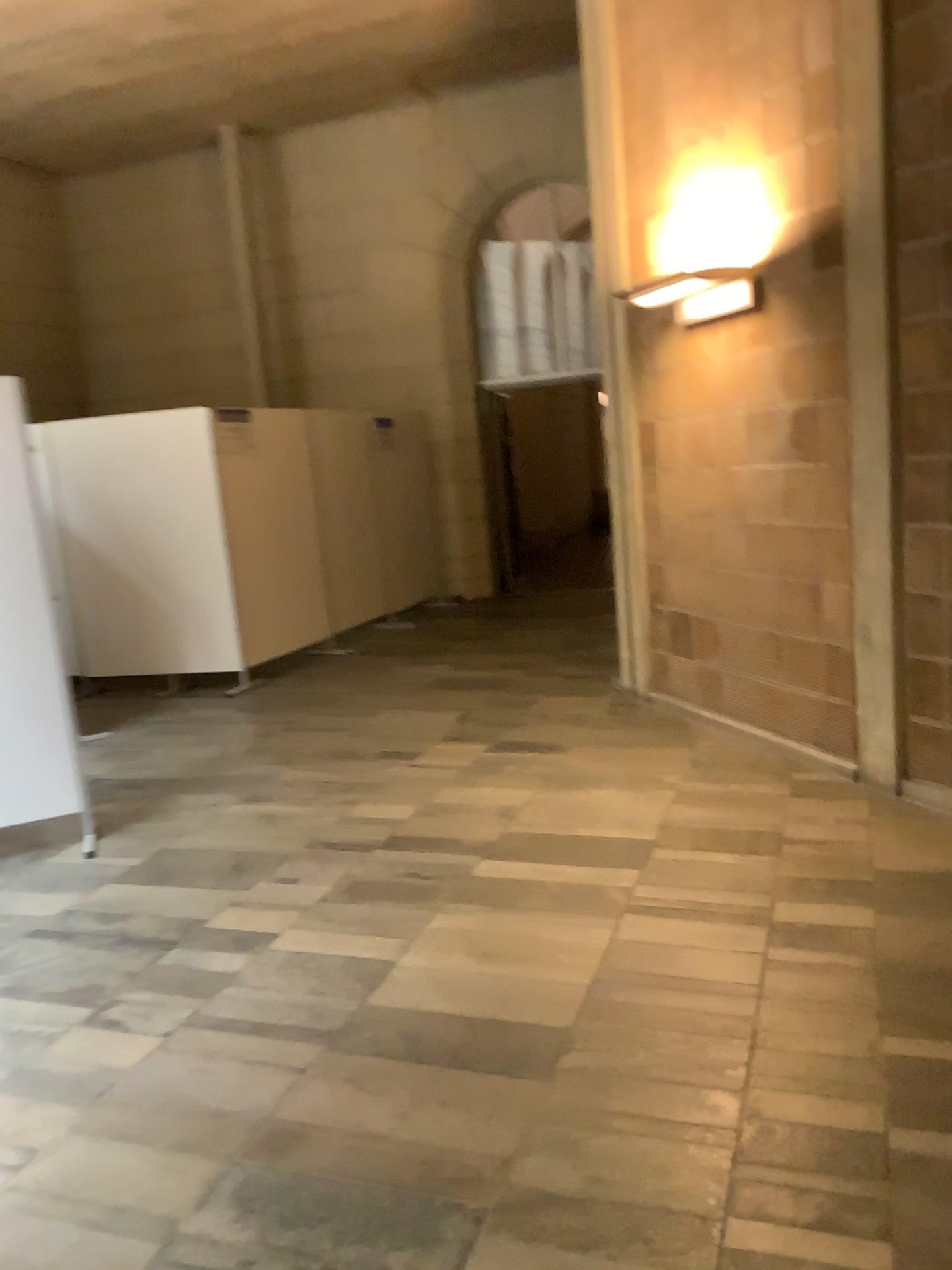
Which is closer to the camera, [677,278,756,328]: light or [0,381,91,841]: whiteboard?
[0,381,91,841]: whiteboard

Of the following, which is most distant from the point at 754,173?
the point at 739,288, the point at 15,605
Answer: the point at 15,605

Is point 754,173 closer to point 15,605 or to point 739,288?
point 739,288

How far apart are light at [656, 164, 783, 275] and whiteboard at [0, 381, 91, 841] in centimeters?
311cm

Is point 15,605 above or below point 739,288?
below

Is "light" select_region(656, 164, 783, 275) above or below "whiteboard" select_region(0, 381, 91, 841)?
above

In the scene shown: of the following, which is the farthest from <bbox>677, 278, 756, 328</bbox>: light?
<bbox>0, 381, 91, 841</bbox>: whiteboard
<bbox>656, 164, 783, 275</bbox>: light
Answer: <bbox>0, 381, 91, 841</bbox>: whiteboard

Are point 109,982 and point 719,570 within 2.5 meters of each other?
no

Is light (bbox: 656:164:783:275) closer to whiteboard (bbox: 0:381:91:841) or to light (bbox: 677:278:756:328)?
light (bbox: 677:278:756:328)

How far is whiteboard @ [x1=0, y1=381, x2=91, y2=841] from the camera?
4.1m
